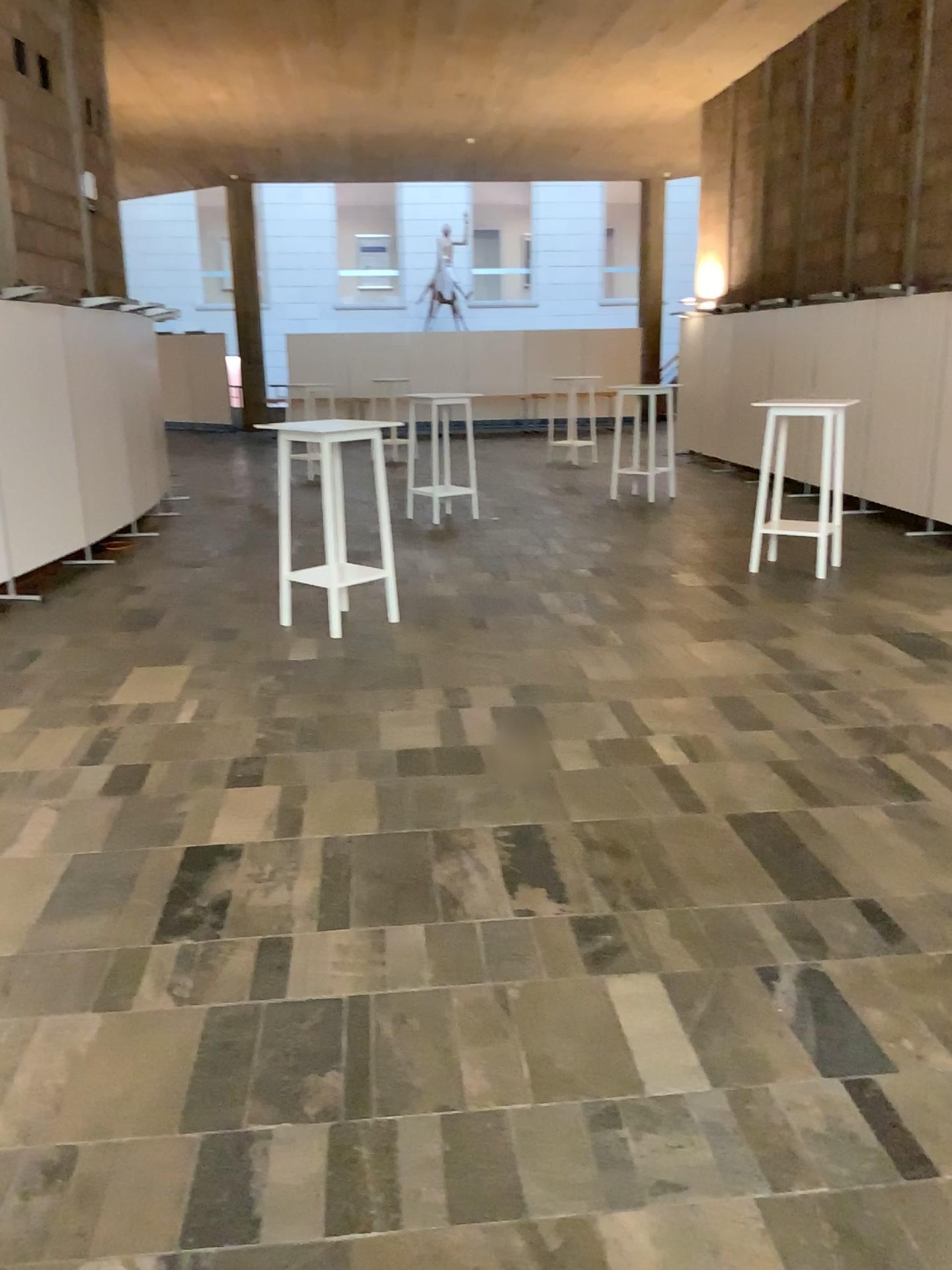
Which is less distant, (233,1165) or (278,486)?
(233,1165)
